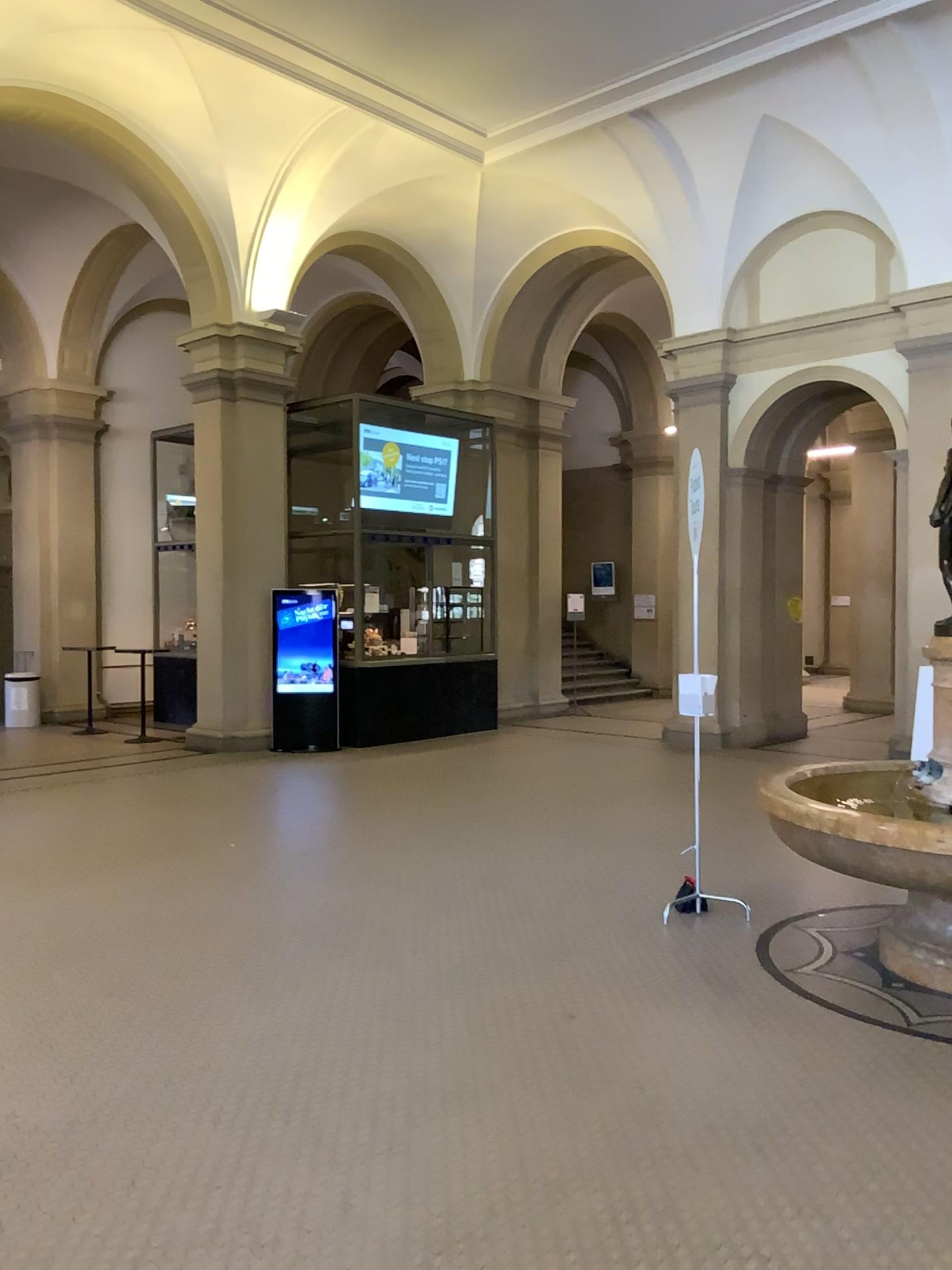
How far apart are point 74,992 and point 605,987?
2.2 meters
